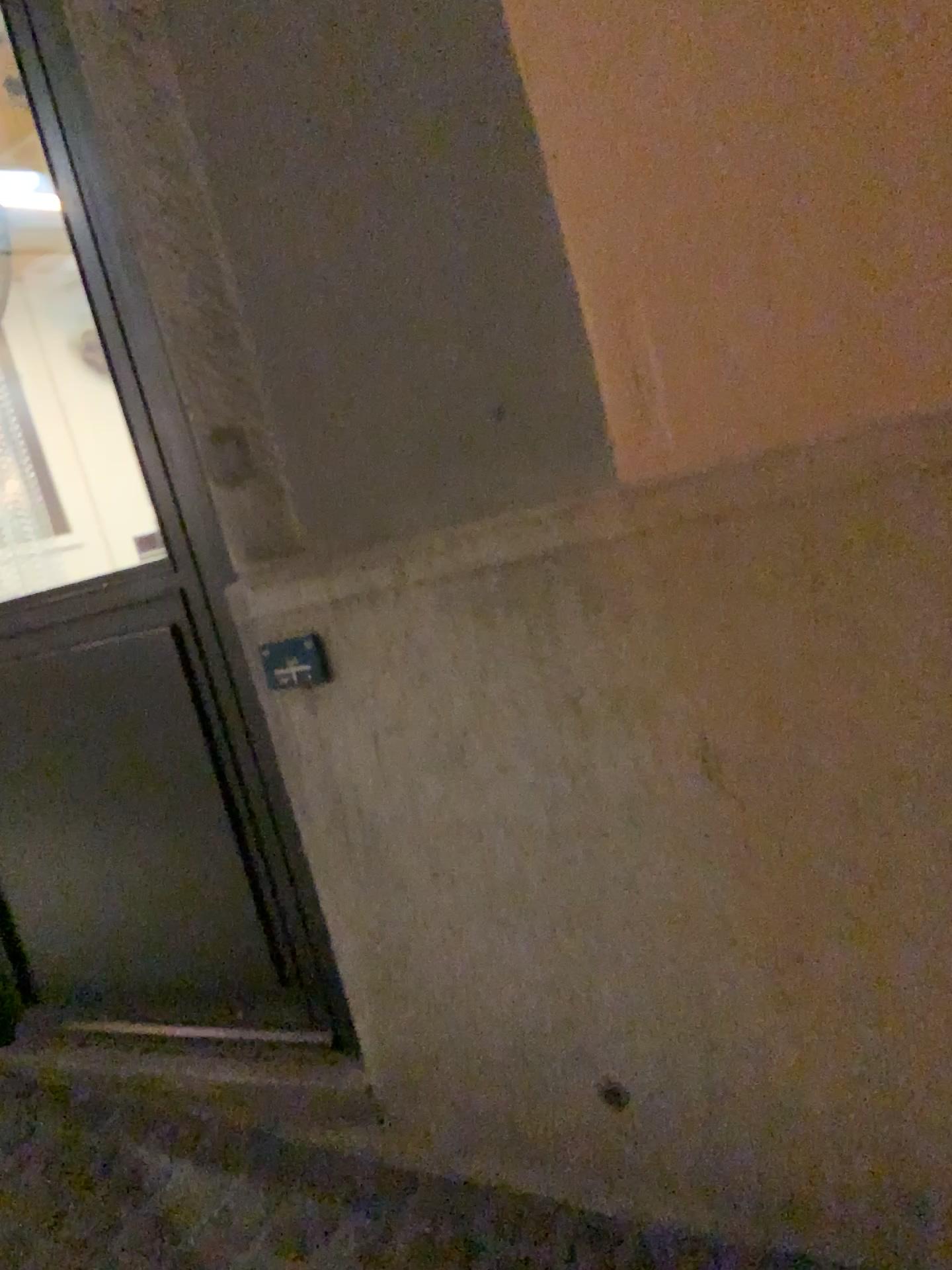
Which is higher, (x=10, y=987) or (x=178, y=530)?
(x=178, y=530)

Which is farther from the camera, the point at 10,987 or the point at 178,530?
the point at 10,987

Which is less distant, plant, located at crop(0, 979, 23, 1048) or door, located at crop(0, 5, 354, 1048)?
door, located at crop(0, 5, 354, 1048)

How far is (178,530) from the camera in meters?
1.7 m

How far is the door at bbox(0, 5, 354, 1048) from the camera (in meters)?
1.66

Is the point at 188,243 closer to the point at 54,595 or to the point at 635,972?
the point at 54,595
